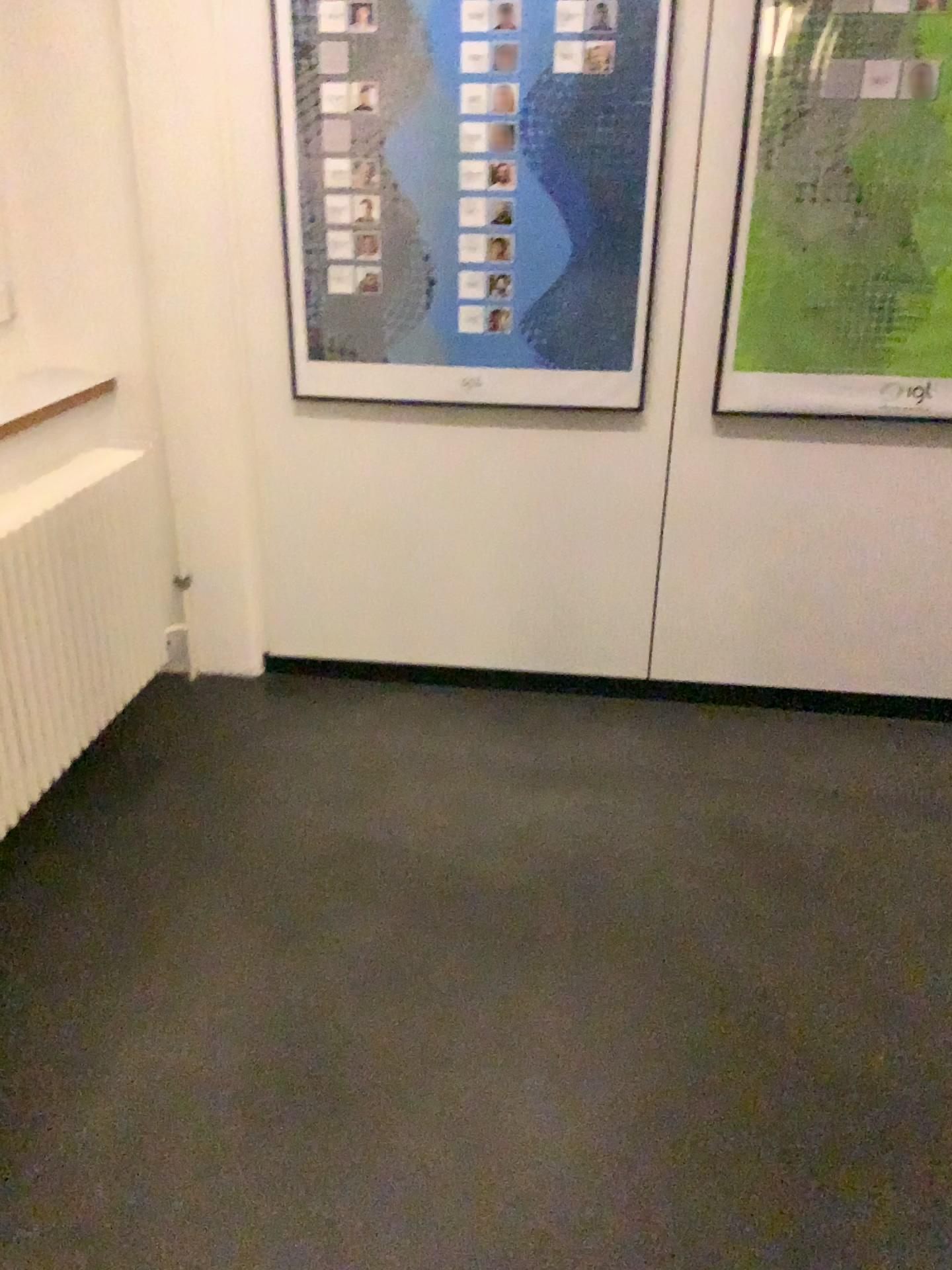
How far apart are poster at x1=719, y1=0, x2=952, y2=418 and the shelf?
1.58m

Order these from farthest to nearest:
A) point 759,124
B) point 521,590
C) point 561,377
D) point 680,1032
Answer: point 521,590 → point 561,377 → point 759,124 → point 680,1032

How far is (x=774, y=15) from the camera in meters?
2.3 m

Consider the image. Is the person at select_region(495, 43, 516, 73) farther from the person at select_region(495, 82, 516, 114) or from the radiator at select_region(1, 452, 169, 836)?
the radiator at select_region(1, 452, 169, 836)

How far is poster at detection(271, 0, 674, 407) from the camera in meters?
2.4

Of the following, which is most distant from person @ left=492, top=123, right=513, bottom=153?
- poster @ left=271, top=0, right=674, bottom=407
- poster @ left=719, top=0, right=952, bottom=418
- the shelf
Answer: the shelf

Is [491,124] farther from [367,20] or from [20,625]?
[20,625]

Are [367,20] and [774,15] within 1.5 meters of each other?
yes

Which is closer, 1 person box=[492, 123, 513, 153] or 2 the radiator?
2 the radiator

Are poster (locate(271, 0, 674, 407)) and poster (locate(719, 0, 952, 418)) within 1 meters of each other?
yes
